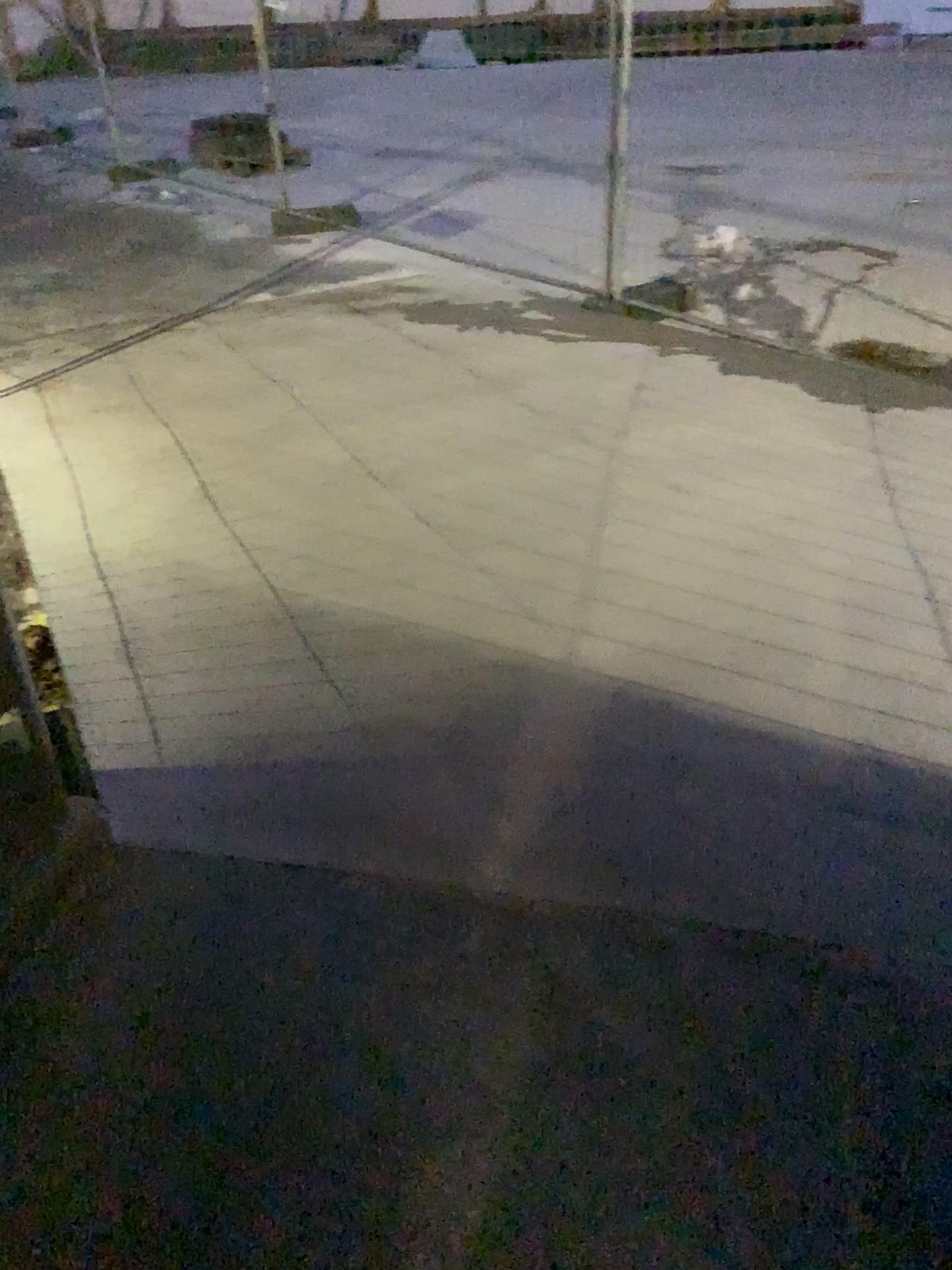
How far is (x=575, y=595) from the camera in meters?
3.0 m
